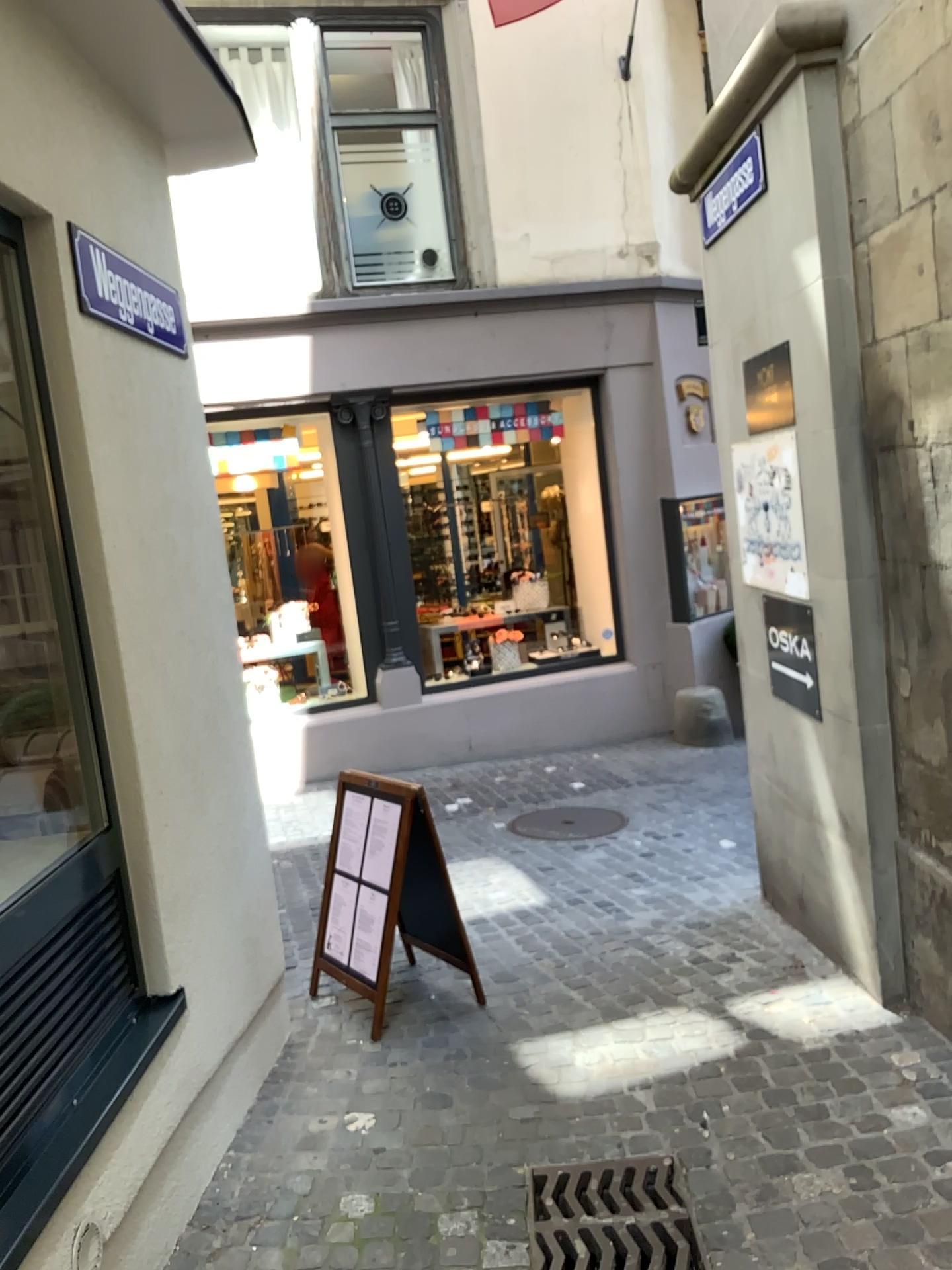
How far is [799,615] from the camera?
3.74m

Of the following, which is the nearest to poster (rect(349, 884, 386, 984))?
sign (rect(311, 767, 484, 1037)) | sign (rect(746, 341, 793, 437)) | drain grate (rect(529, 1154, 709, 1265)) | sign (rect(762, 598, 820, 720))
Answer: sign (rect(311, 767, 484, 1037))

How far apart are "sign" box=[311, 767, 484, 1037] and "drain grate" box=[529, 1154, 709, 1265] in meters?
1.1 m

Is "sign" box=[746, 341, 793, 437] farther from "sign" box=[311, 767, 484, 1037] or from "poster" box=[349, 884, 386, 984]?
"poster" box=[349, 884, 386, 984]

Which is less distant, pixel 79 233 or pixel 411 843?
pixel 79 233

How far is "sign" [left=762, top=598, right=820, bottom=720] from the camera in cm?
374

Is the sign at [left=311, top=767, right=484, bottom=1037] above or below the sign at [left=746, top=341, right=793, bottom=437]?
below

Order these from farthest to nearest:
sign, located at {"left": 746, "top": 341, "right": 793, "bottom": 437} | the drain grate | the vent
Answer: sign, located at {"left": 746, "top": 341, "right": 793, "bottom": 437}
the drain grate
the vent

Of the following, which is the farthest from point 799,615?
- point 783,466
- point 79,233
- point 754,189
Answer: point 79,233

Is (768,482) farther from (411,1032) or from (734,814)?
(734,814)
